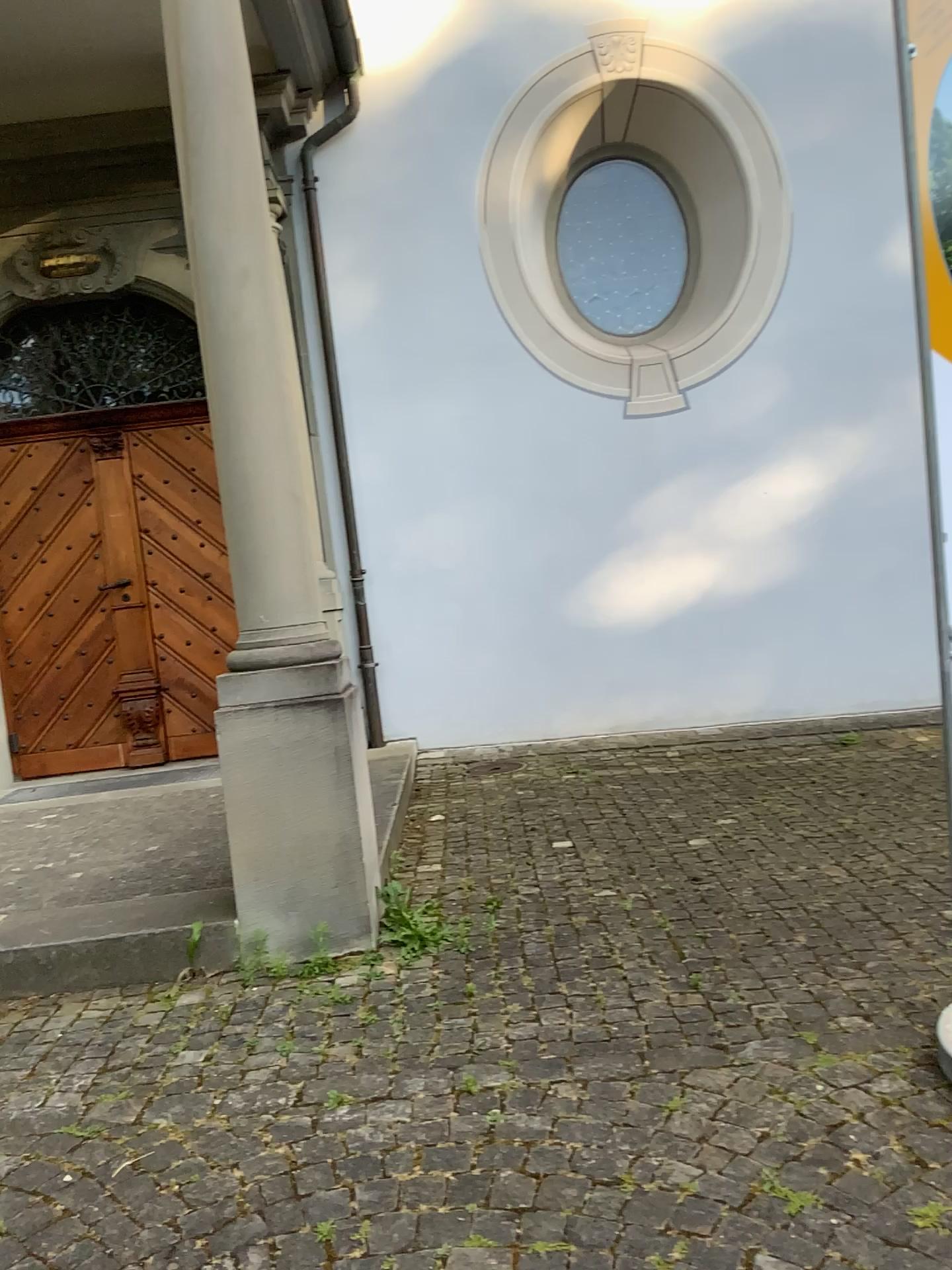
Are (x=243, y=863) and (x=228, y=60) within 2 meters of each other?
no

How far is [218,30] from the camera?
3.31m

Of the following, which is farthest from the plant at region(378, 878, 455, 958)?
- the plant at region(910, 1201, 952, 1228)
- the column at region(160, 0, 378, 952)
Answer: the plant at region(910, 1201, 952, 1228)

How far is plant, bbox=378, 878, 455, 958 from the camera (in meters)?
3.33

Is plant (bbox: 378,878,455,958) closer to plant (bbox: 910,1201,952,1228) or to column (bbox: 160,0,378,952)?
column (bbox: 160,0,378,952)

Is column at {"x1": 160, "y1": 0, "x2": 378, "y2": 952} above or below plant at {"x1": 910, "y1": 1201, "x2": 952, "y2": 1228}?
above

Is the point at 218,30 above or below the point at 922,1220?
above

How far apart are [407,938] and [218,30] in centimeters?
291cm

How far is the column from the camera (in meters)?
3.31

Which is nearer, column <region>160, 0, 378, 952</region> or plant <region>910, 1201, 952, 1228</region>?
plant <region>910, 1201, 952, 1228</region>
